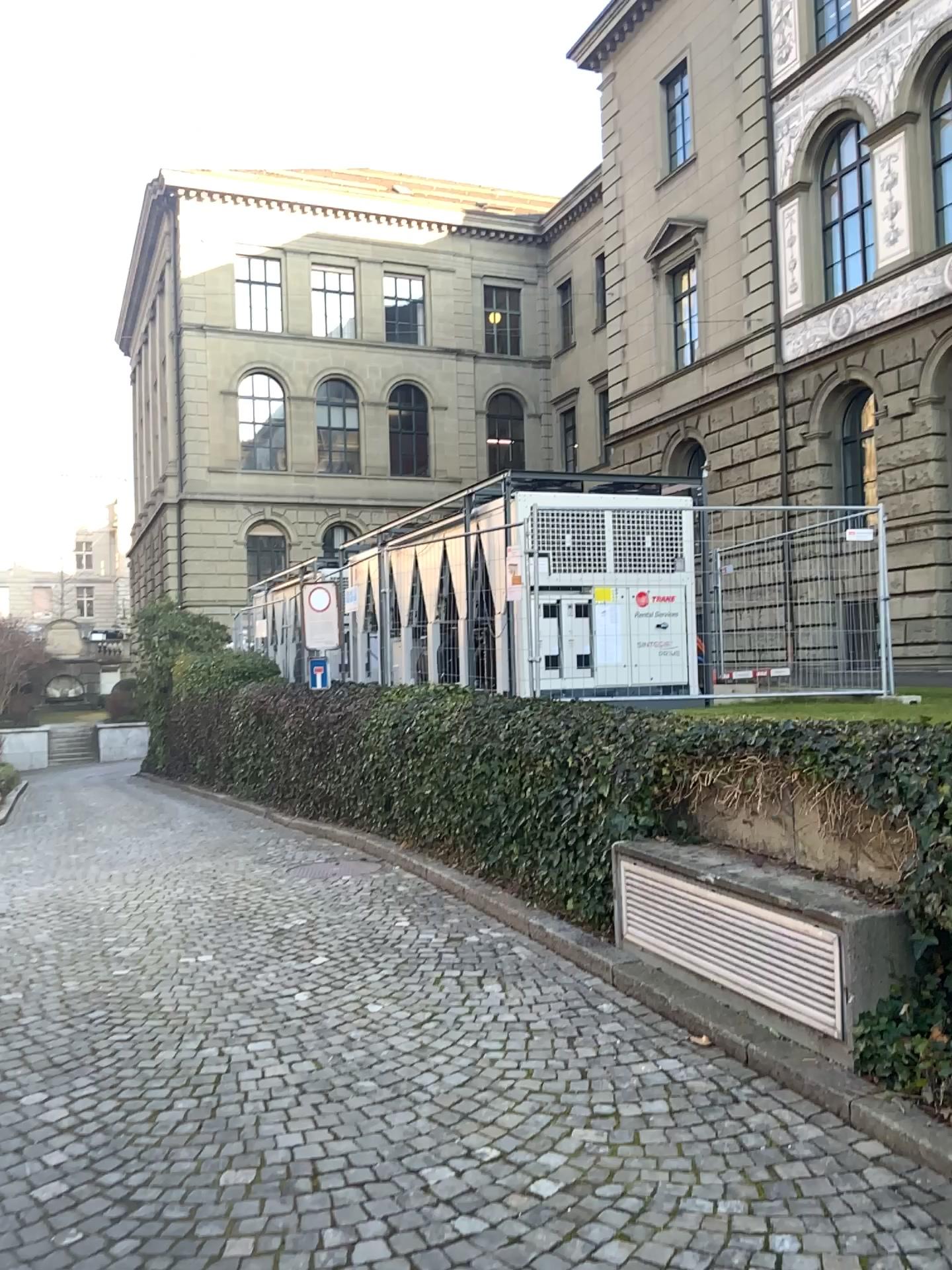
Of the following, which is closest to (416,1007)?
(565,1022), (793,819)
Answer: (565,1022)
